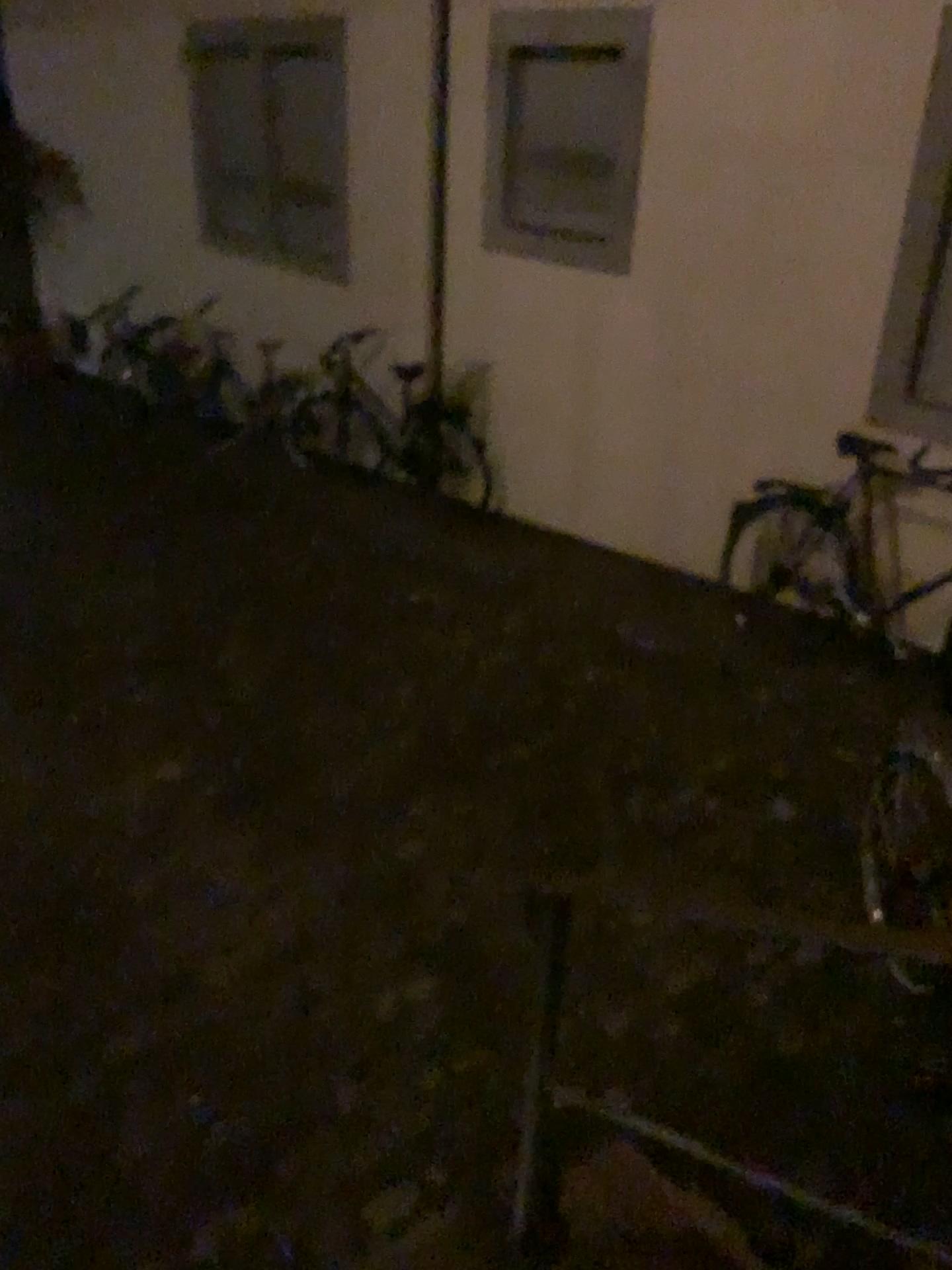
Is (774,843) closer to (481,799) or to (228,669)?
(481,799)
